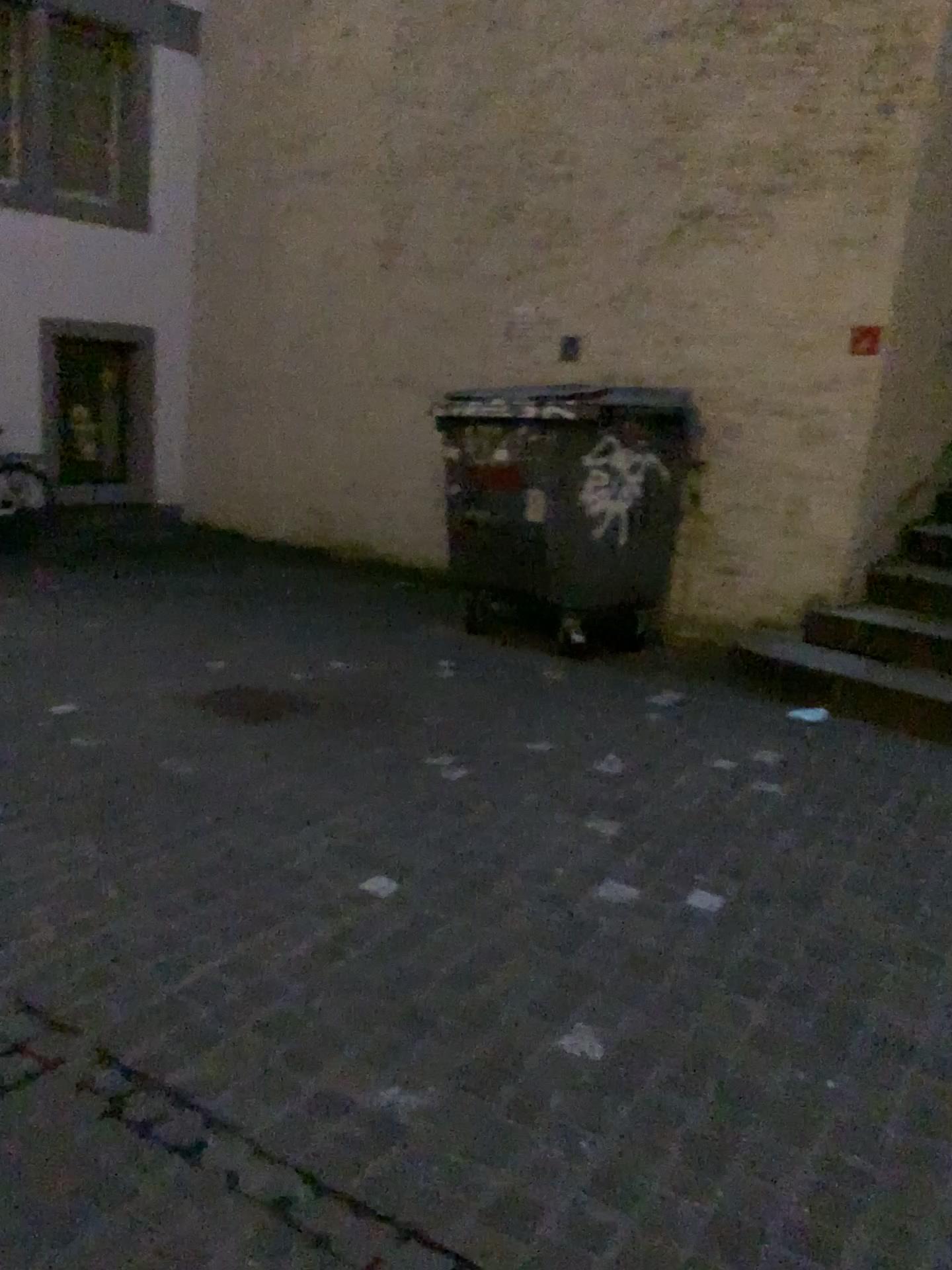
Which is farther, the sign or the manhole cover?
the sign

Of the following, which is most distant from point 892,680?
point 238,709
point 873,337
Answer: point 238,709

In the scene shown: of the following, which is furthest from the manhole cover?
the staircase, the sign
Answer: the sign

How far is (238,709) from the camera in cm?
431

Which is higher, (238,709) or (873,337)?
(873,337)

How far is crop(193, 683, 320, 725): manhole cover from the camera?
4.3m

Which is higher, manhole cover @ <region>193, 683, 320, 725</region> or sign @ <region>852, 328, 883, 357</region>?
sign @ <region>852, 328, 883, 357</region>

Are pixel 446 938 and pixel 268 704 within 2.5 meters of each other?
yes

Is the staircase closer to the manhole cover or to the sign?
A: the sign
